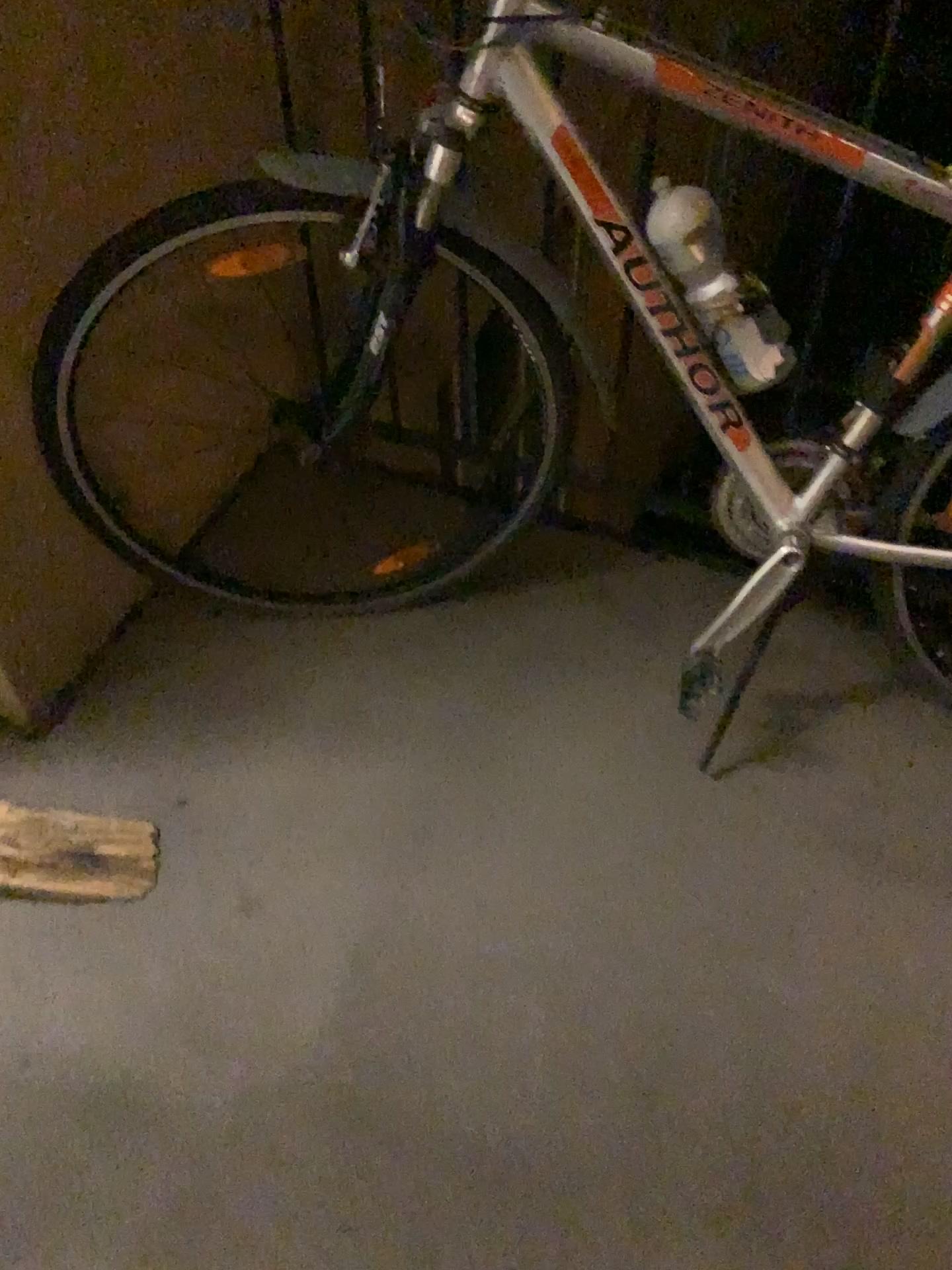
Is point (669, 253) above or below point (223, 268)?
above

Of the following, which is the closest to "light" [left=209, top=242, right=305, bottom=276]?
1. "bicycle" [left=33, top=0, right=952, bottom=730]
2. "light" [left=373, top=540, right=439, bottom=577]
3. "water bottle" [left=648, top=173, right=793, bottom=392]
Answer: "bicycle" [left=33, top=0, right=952, bottom=730]

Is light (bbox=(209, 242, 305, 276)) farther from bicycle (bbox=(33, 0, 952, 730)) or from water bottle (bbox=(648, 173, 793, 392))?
water bottle (bbox=(648, 173, 793, 392))

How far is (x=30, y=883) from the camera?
1.3 meters

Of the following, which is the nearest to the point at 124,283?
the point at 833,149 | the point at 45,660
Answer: the point at 45,660

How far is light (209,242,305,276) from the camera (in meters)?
1.66

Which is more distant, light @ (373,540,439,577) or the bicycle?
light @ (373,540,439,577)

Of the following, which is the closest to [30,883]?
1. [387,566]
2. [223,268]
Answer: [387,566]

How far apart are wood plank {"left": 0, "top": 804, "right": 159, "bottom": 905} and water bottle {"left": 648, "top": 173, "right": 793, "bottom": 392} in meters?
→ 0.9 m

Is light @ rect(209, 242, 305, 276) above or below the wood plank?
above
